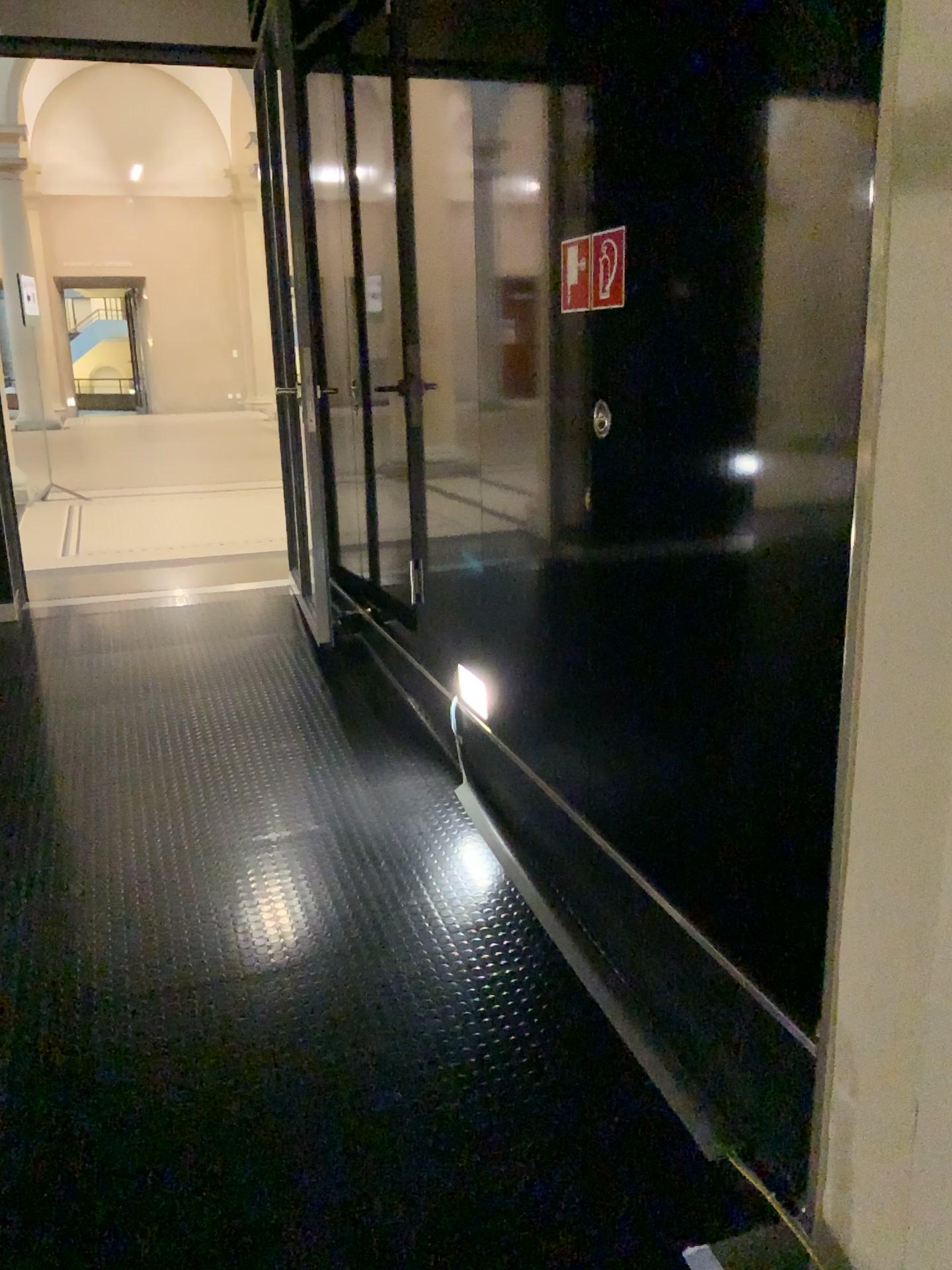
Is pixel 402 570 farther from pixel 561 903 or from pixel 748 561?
pixel 748 561
